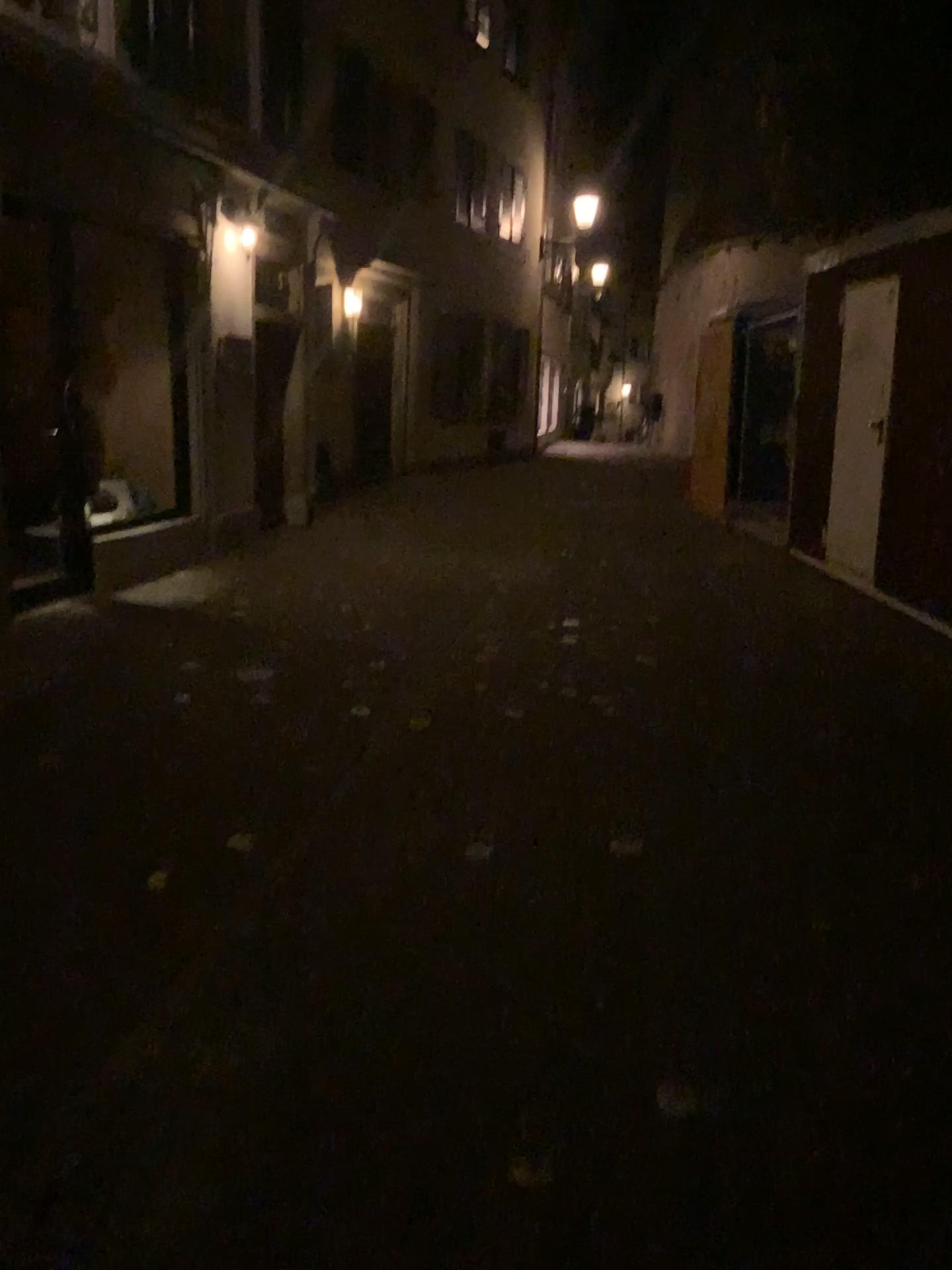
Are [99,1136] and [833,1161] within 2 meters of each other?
yes
